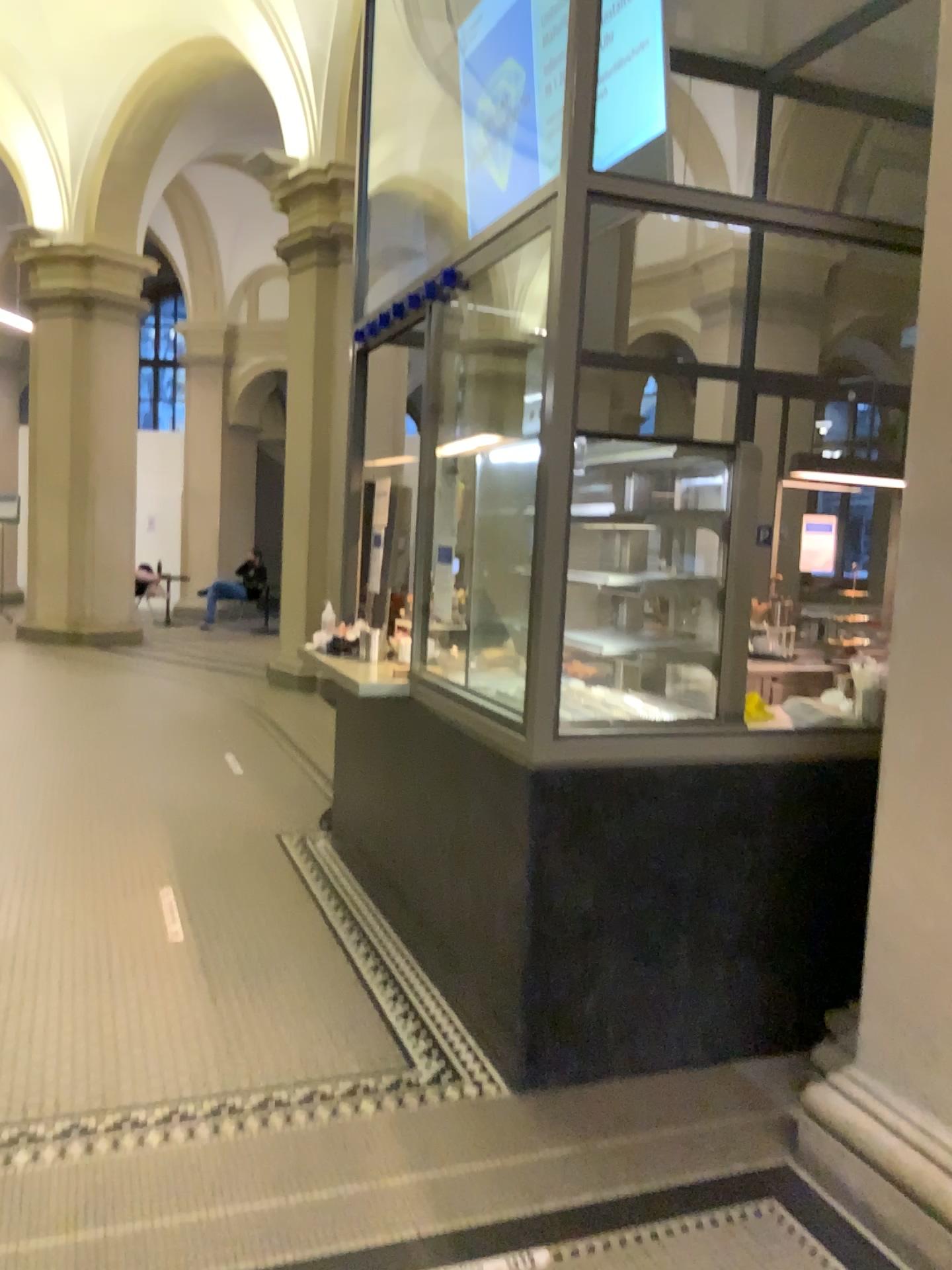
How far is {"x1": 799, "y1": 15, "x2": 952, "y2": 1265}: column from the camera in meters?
2.3

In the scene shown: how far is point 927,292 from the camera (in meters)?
2.32

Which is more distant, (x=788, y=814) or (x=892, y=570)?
(x=788, y=814)
